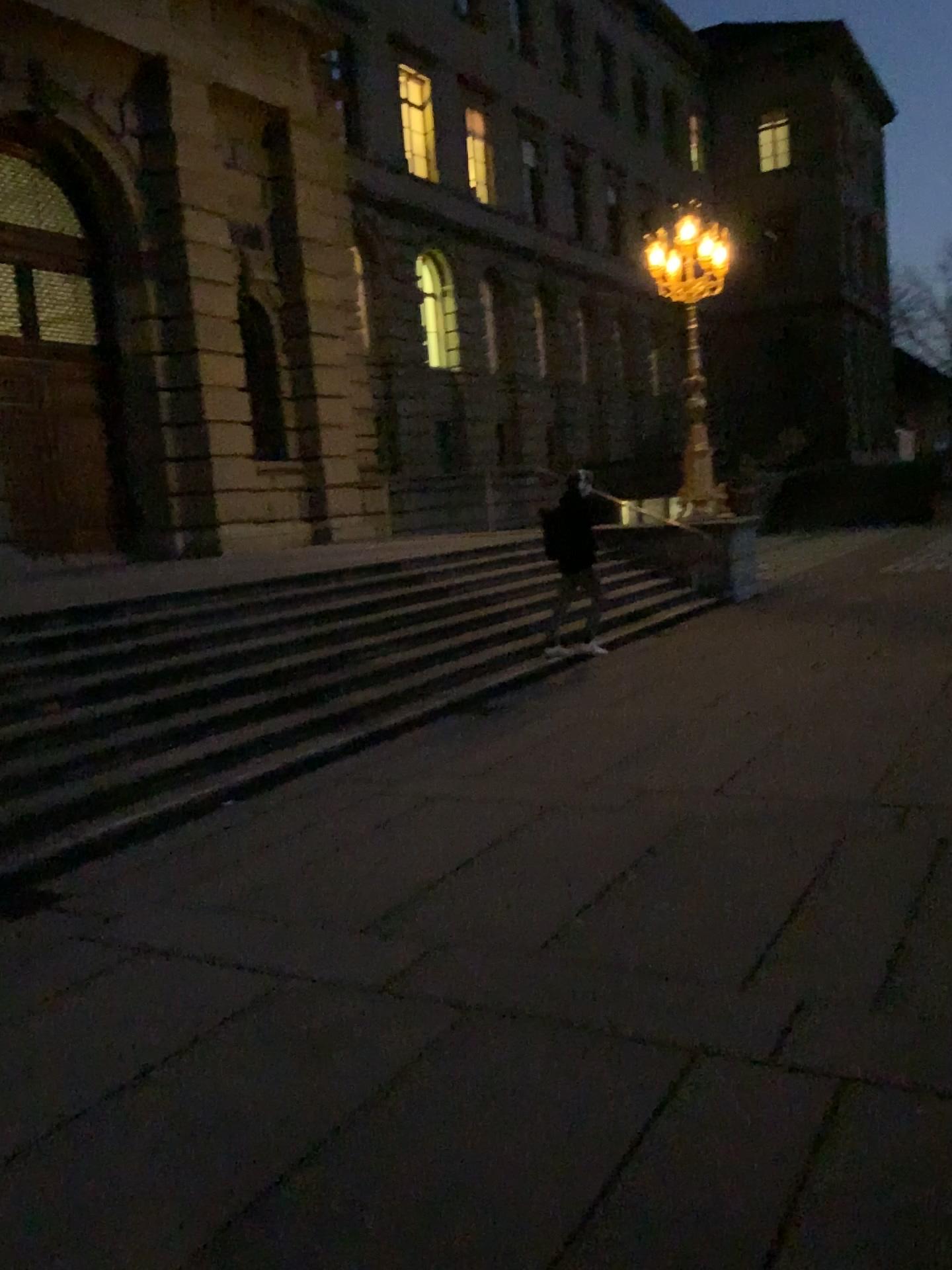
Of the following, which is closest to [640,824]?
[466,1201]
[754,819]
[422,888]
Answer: [754,819]
